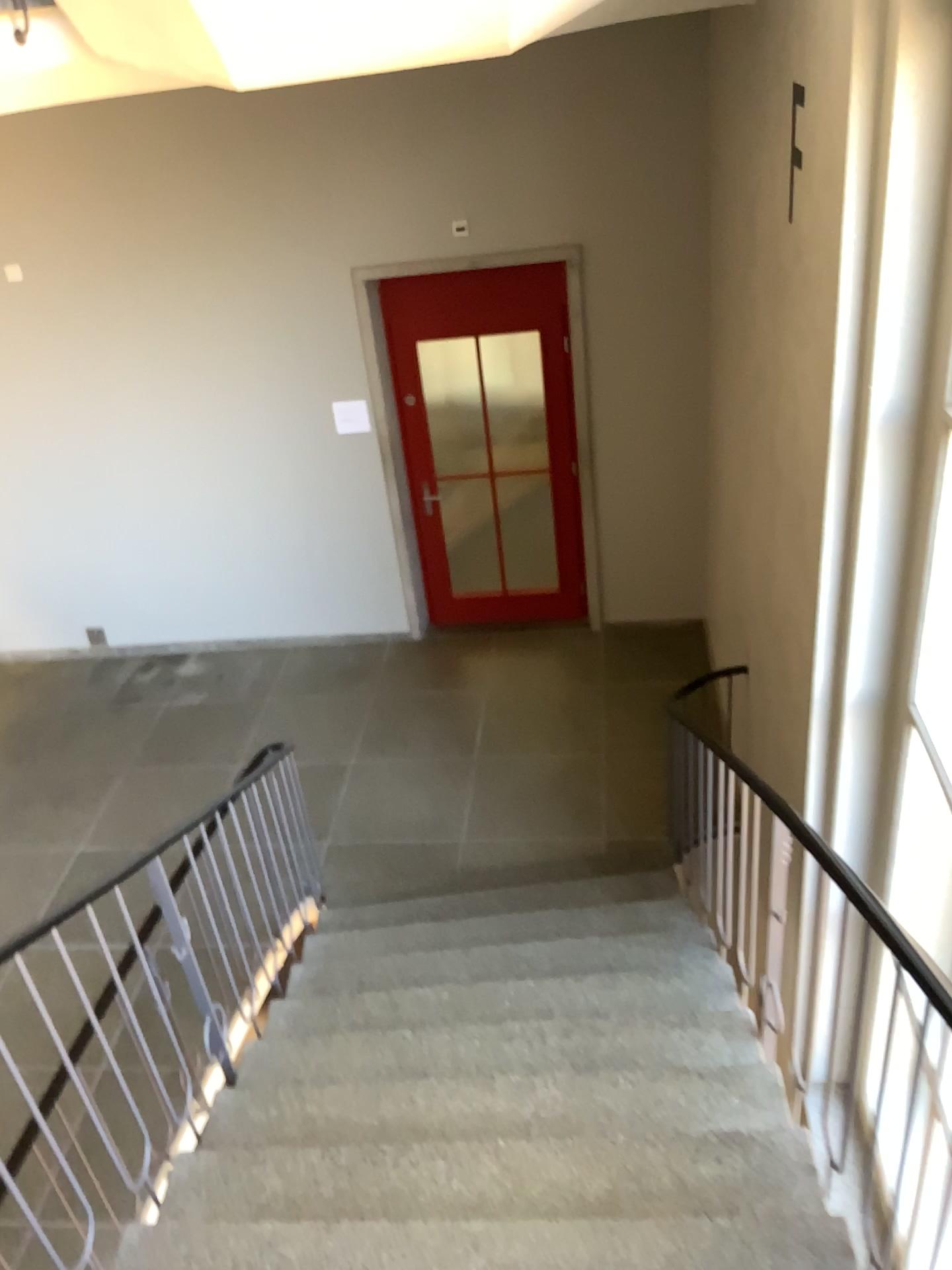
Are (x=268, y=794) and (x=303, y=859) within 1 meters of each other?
yes
